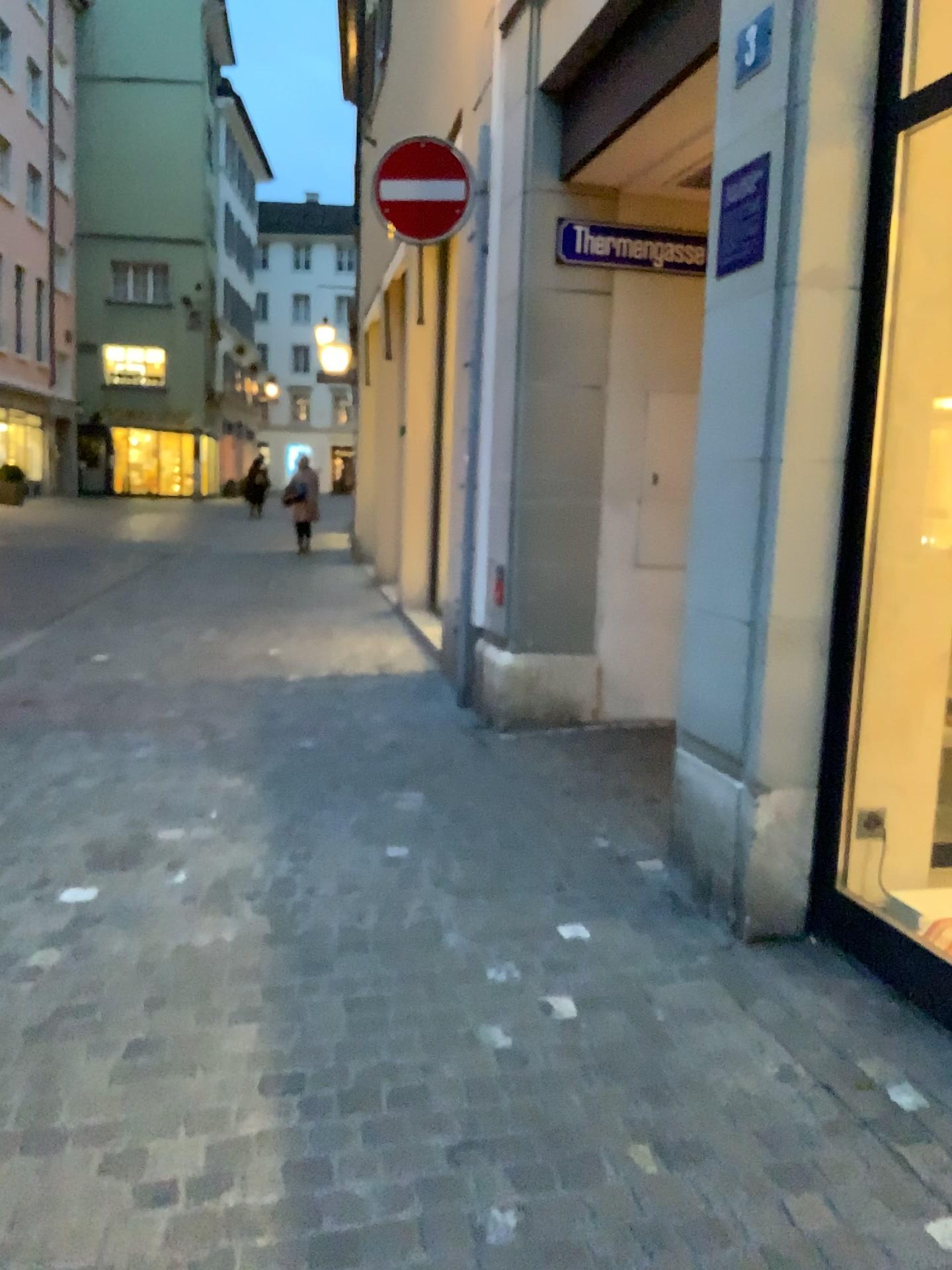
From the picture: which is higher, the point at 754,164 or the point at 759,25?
the point at 759,25

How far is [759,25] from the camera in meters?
2.9 m

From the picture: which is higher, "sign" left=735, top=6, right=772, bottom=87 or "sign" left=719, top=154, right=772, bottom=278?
"sign" left=735, top=6, right=772, bottom=87

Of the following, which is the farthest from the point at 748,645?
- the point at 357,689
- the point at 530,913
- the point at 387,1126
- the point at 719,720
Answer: the point at 357,689

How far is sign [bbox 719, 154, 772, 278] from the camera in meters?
2.9 m

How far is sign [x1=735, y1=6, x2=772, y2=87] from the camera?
2.9m

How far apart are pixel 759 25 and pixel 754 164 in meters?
0.3 m
